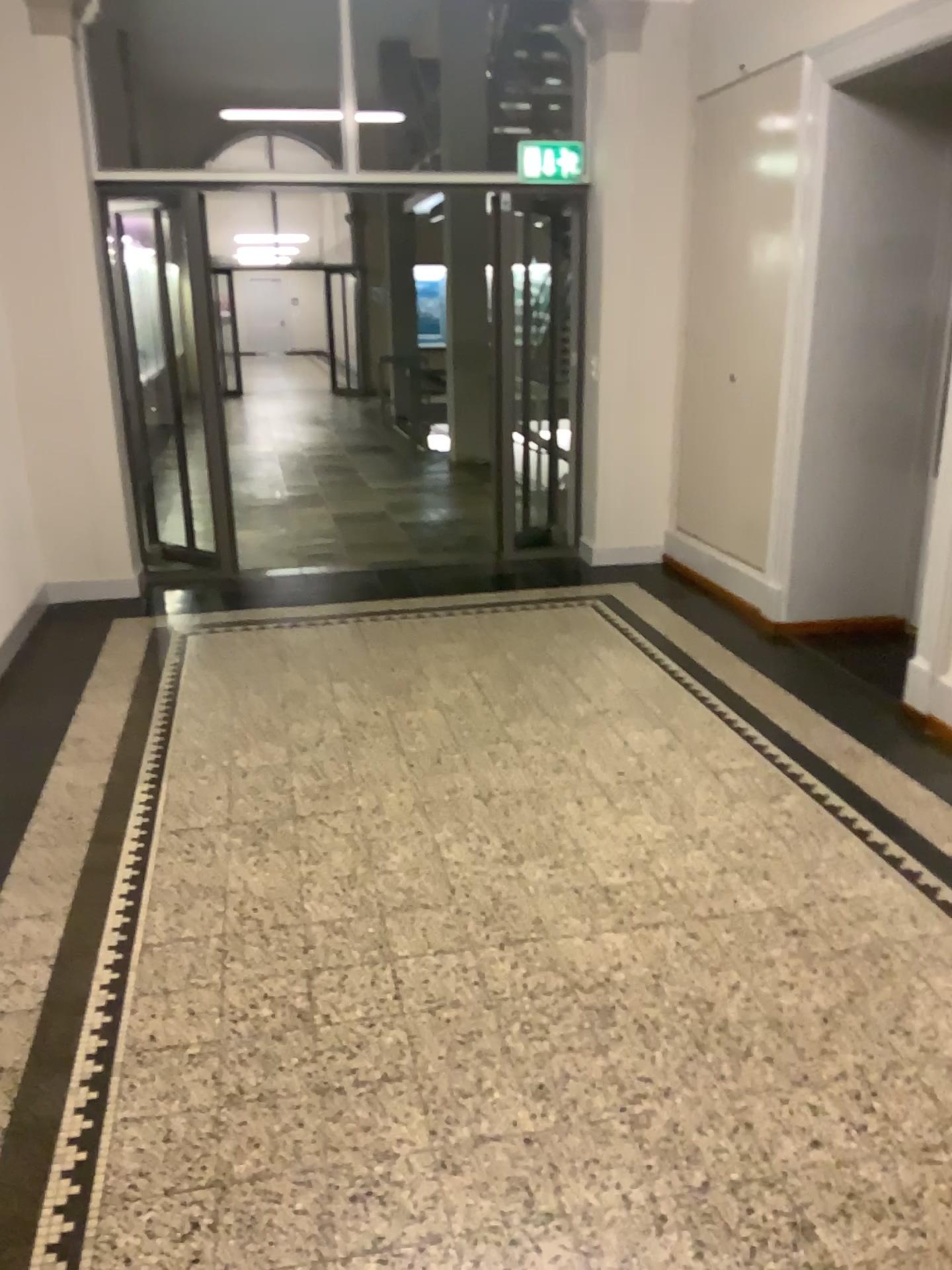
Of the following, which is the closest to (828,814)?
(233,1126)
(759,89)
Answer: (233,1126)
